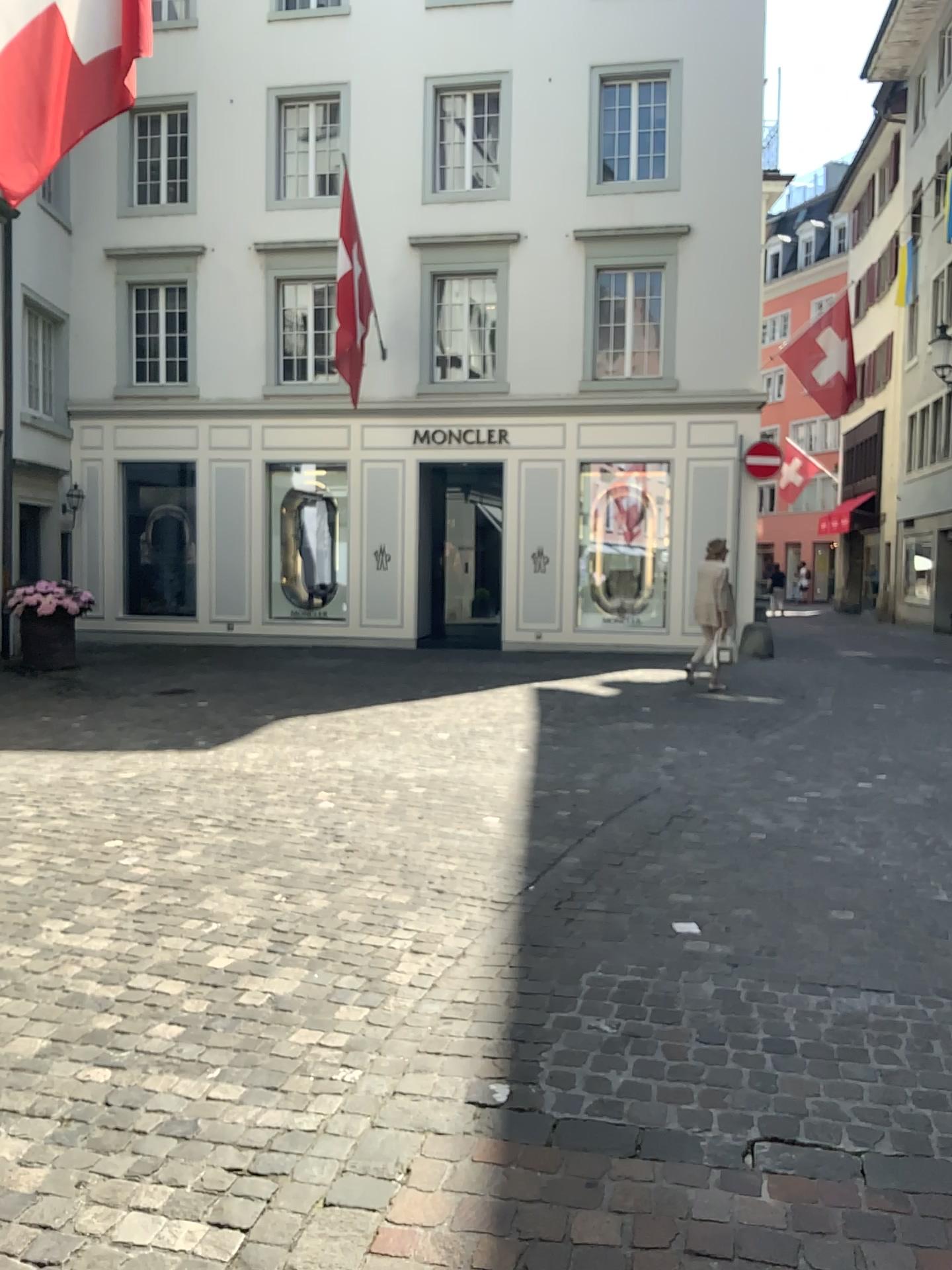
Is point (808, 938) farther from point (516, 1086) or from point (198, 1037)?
point (198, 1037)
